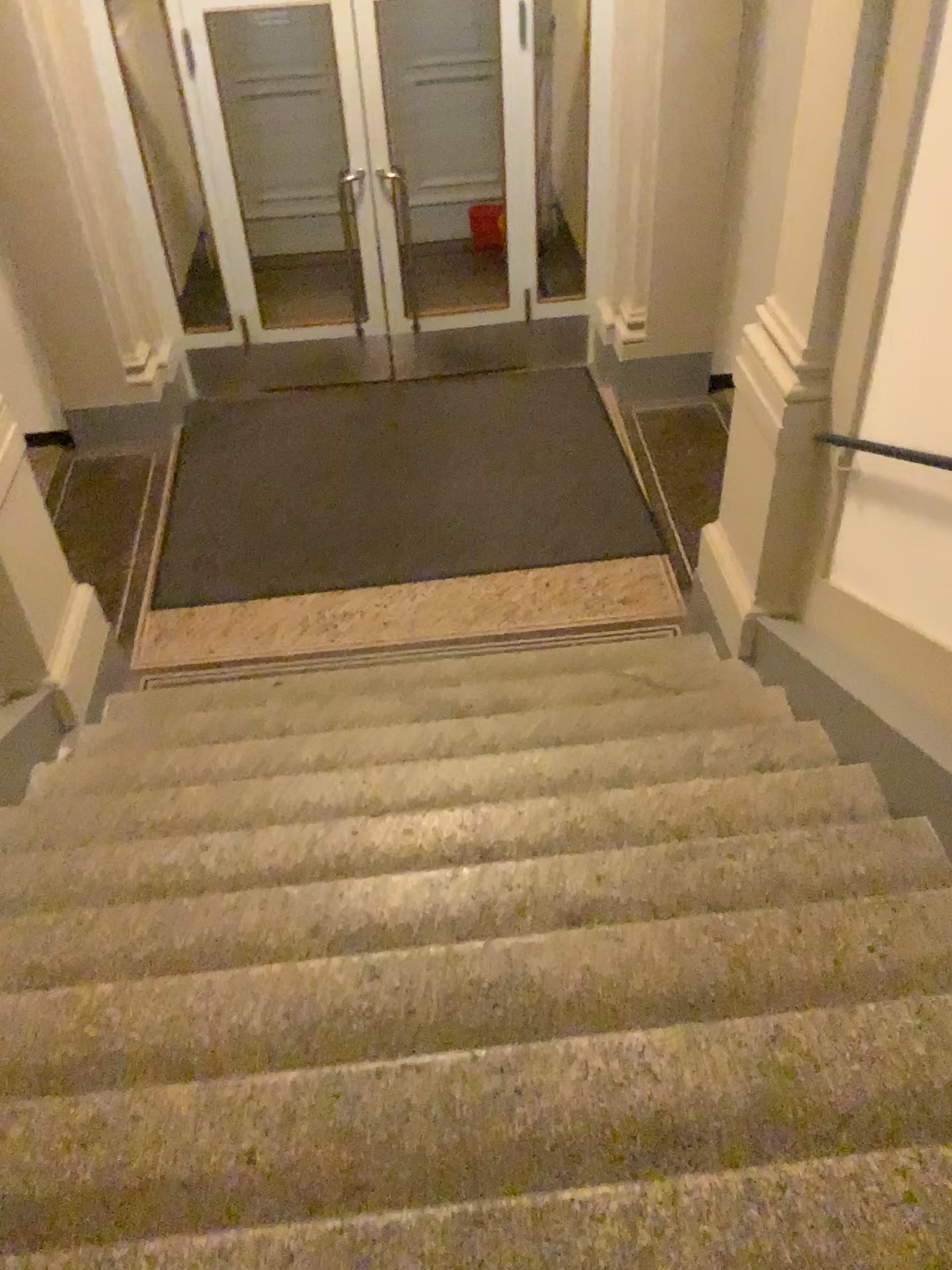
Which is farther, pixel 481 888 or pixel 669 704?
pixel 669 704
